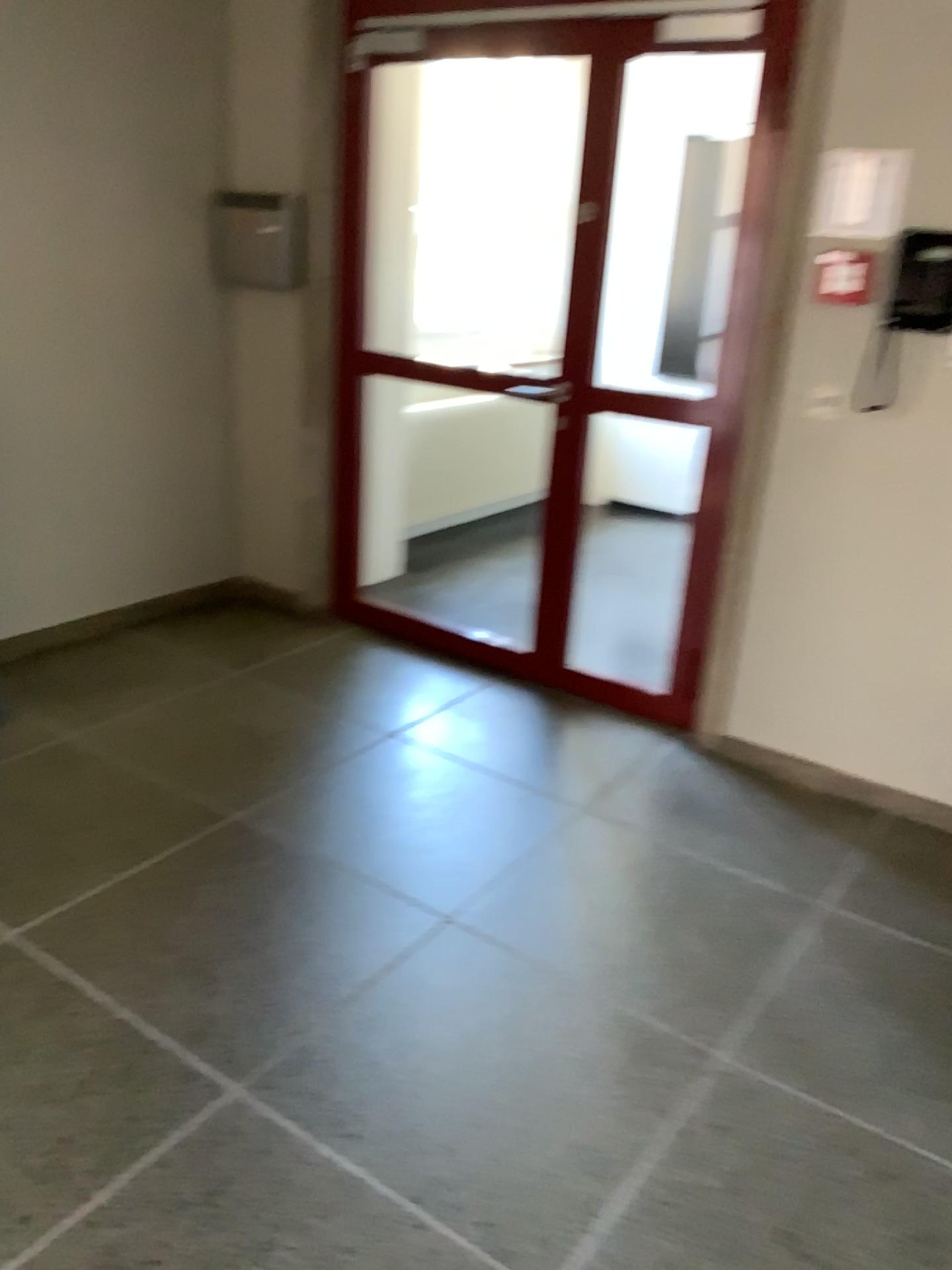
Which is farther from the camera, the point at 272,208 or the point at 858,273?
the point at 272,208

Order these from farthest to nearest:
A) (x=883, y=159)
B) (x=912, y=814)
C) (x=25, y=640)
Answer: (x=25, y=640) → (x=912, y=814) → (x=883, y=159)

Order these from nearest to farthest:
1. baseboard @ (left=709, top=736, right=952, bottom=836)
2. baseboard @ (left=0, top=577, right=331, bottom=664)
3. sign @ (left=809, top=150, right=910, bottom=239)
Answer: sign @ (left=809, top=150, right=910, bottom=239) < baseboard @ (left=709, top=736, right=952, bottom=836) < baseboard @ (left=0, top=577, right=331, bottom=664)

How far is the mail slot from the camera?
4.0m

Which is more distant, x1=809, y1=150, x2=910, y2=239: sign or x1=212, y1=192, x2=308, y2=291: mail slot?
x1=212, y1=192, x2=308, y2=291: mail slot

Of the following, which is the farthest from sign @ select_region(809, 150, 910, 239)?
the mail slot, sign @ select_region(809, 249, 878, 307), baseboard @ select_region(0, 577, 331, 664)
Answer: baseboard @ select_region(0, 577, 331, 664)

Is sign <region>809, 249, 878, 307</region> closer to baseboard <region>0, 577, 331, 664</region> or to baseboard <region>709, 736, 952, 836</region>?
baseboard <region>709, 736, 952, 836</region>

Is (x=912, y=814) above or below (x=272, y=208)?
below

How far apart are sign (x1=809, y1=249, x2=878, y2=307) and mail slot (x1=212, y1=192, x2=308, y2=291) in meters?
2.0 m

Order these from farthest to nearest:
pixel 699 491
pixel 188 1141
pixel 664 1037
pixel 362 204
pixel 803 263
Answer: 1. pixel 362 204
2. pixel 699 491
3. pixel 803 263
4. pixel 664 1037
5. pixel 188 1141
